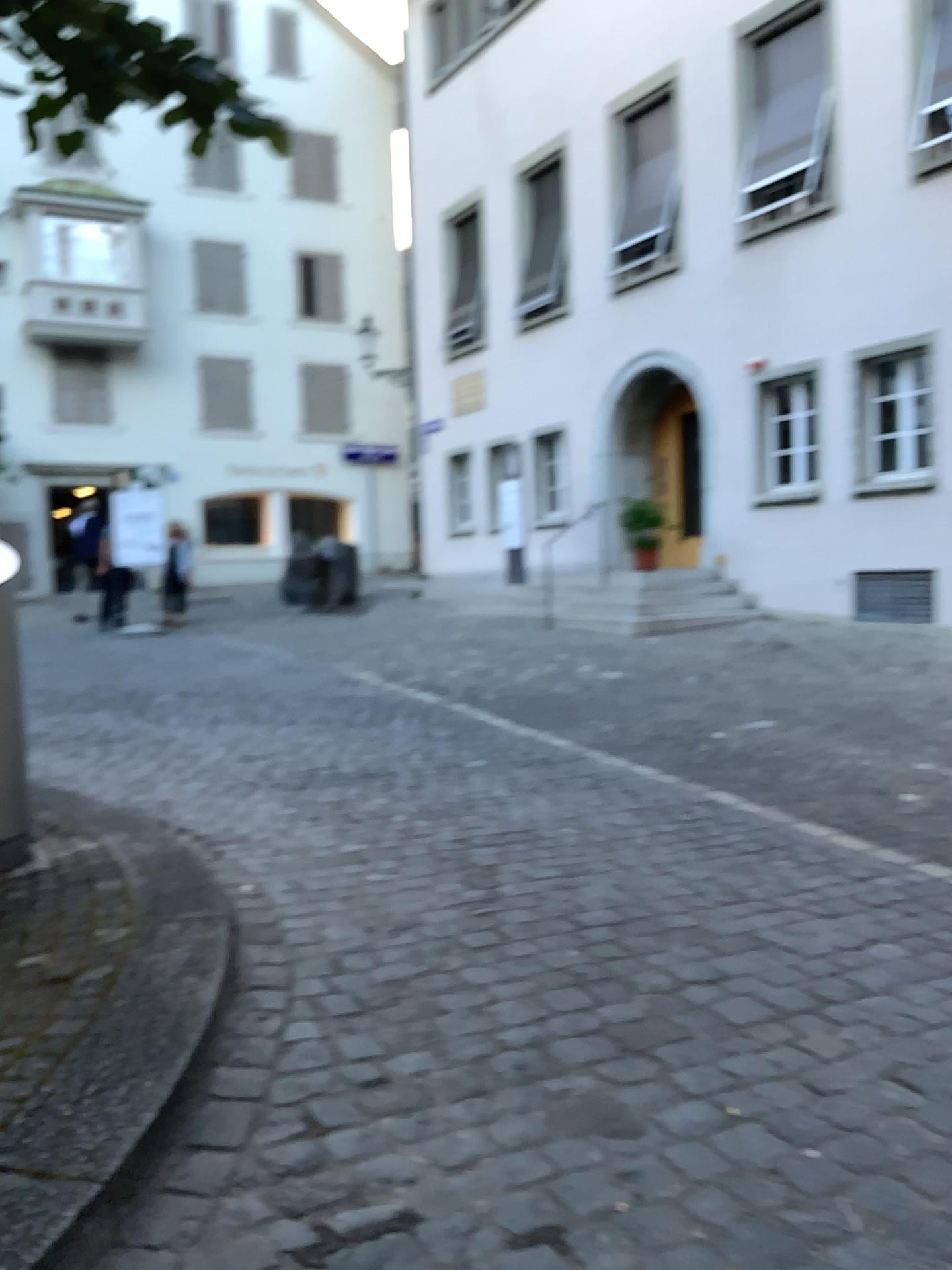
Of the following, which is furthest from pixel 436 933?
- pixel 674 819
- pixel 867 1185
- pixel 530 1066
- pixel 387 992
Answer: pixel 674 819
